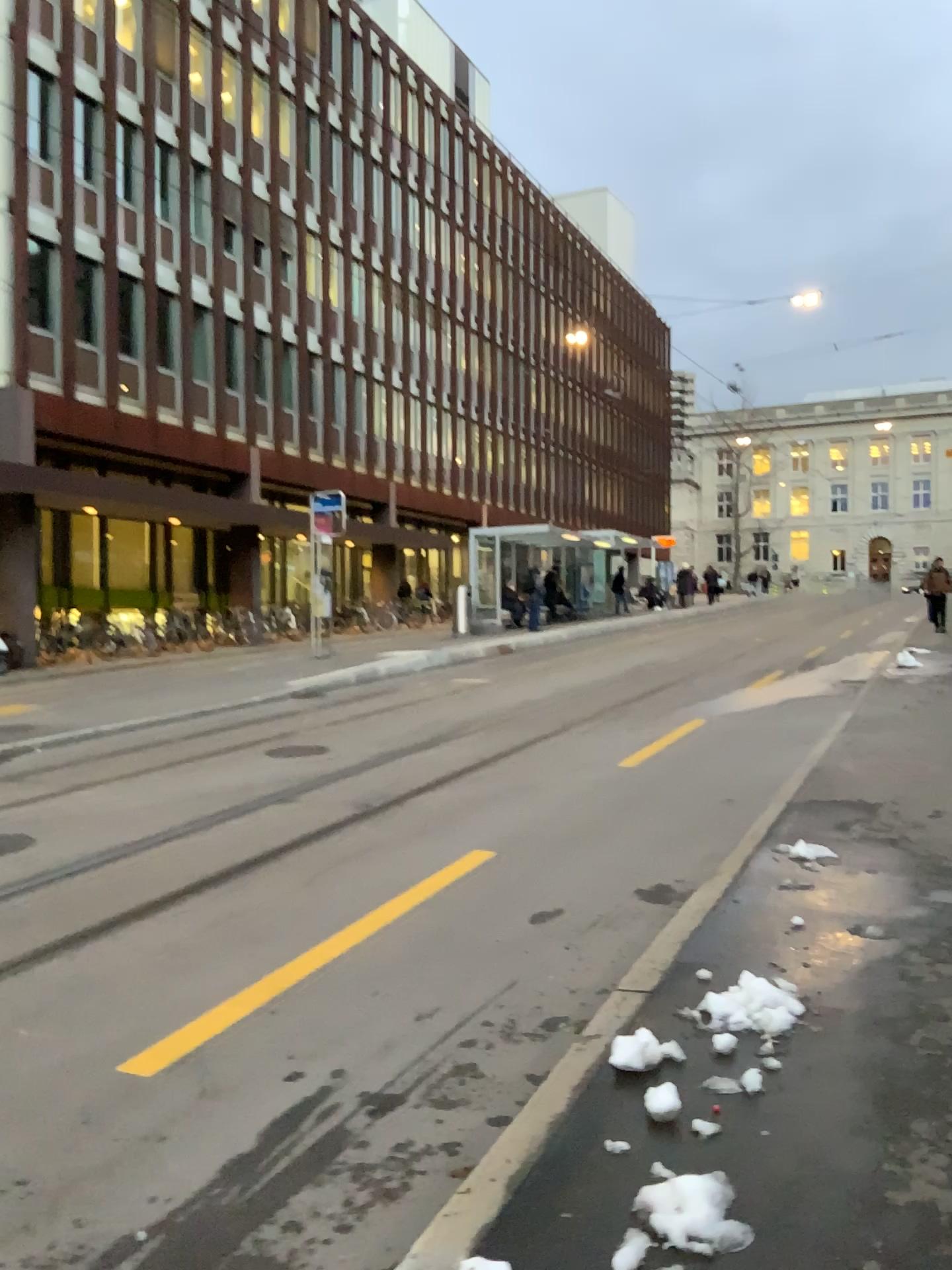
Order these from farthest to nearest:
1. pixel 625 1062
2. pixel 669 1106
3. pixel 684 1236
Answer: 1. pixel 625 1062
2. pixel 669 1106
3. pixel 684 1236

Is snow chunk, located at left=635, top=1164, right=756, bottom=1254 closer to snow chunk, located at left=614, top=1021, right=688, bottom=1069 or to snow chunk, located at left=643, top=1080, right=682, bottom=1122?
snow chunk, located at left=643, top=1080, right=682, bottom=1122

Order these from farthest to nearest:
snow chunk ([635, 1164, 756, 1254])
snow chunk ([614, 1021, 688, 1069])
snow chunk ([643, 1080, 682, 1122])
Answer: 1. snow chunk ([614, 1021, 688, 1069])
2. snow chunk ([643, 1080, 682, 1122])
3. snow chunk ([635, 1164, 756, 1254])

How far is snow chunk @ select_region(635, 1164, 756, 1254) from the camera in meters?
2.4

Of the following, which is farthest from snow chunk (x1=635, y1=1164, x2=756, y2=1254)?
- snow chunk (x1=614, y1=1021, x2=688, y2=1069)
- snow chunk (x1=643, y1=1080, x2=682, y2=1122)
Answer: snow chunk (x1=614, y1=1021, x2=688, y2=1069)

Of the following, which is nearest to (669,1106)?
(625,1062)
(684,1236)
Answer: (625,1062)

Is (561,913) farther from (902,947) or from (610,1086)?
(610,1086)

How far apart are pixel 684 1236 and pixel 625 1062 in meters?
0.9 m

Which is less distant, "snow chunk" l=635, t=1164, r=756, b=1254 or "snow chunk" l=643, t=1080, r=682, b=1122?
"snow chunk" l=635, t=1164, r=756, b=1254

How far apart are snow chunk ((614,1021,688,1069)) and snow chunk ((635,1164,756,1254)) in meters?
0.6
